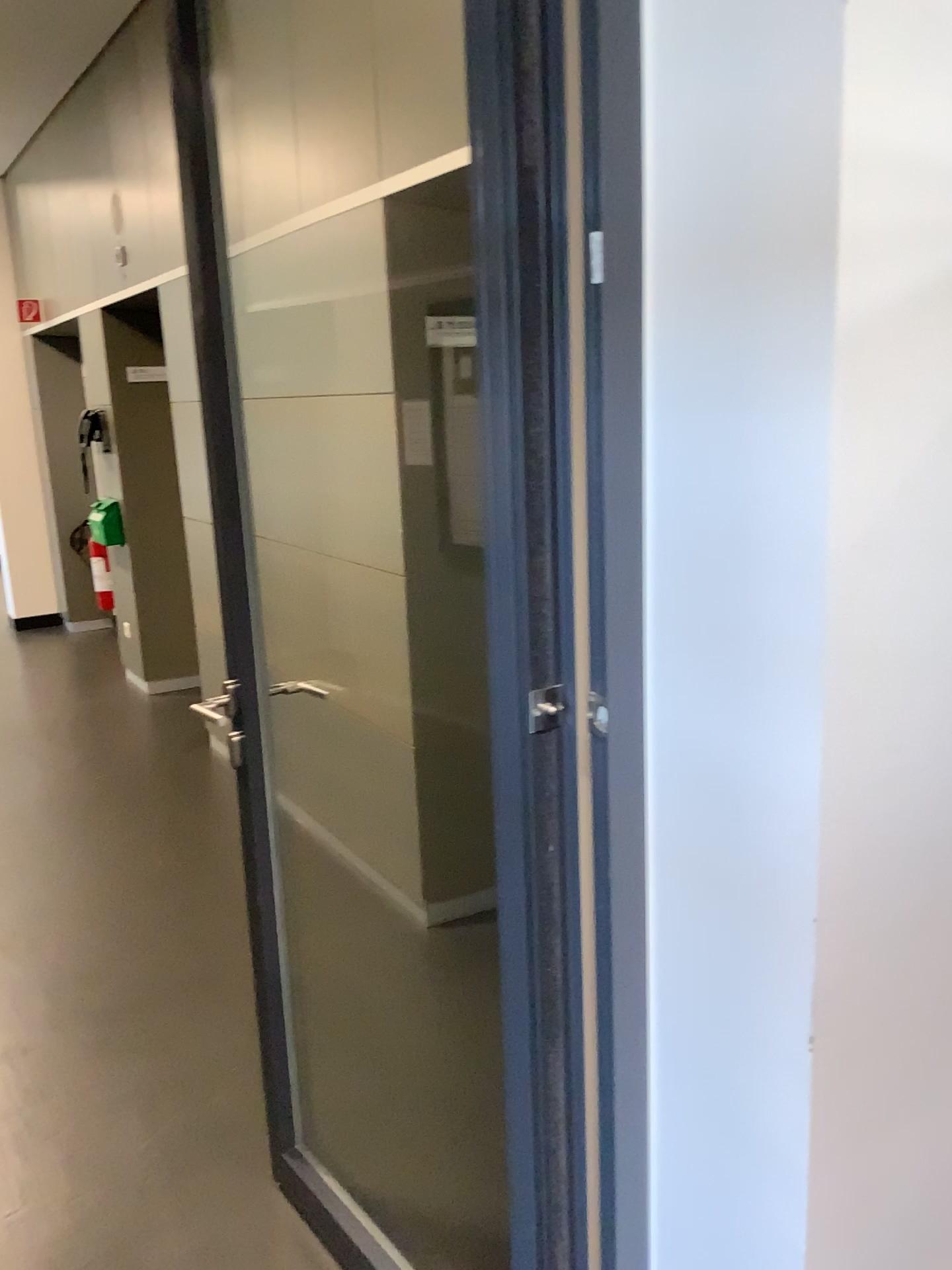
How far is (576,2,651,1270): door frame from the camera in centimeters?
106cm

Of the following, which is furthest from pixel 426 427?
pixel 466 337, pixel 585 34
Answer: pixel 585 34

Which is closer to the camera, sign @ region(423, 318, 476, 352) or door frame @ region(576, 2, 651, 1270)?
door frame @ region(576, 2, 651, 1270)

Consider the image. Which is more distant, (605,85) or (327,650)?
(327,650)

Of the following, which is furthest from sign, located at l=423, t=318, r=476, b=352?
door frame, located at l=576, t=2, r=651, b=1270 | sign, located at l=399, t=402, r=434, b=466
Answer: door frame, located at l=576, t=2, r=651, b=1270

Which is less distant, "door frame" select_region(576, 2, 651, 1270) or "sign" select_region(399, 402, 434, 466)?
"door frame" select_region(576, 2, 651, 1270)

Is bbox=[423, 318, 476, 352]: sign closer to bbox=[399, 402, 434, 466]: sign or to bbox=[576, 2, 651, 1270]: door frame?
bbox=[399, 402, 434, 466]: sign

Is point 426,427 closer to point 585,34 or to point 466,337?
point 466,337

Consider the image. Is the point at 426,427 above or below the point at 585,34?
below
